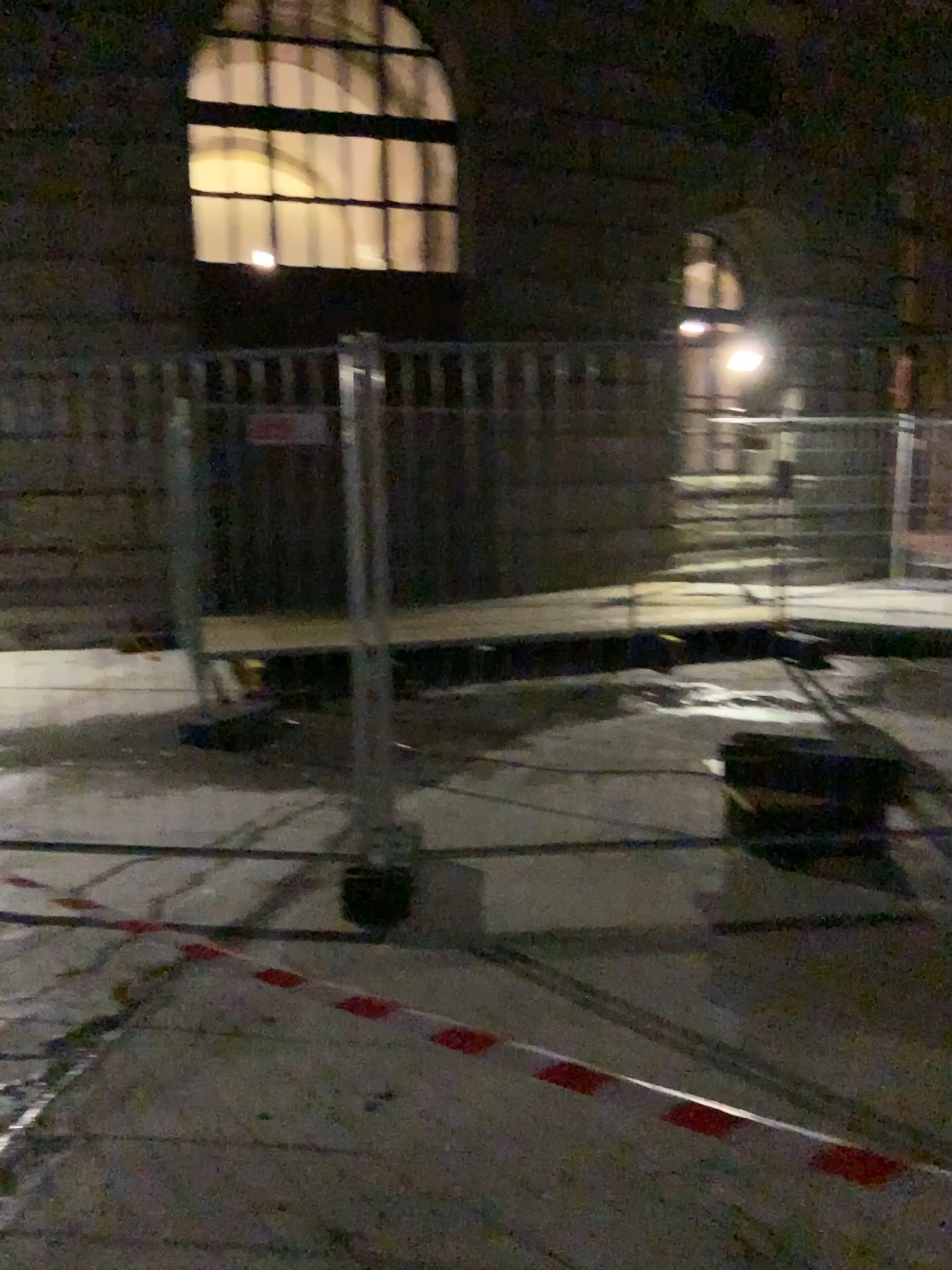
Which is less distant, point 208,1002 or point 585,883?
point 208,1002
